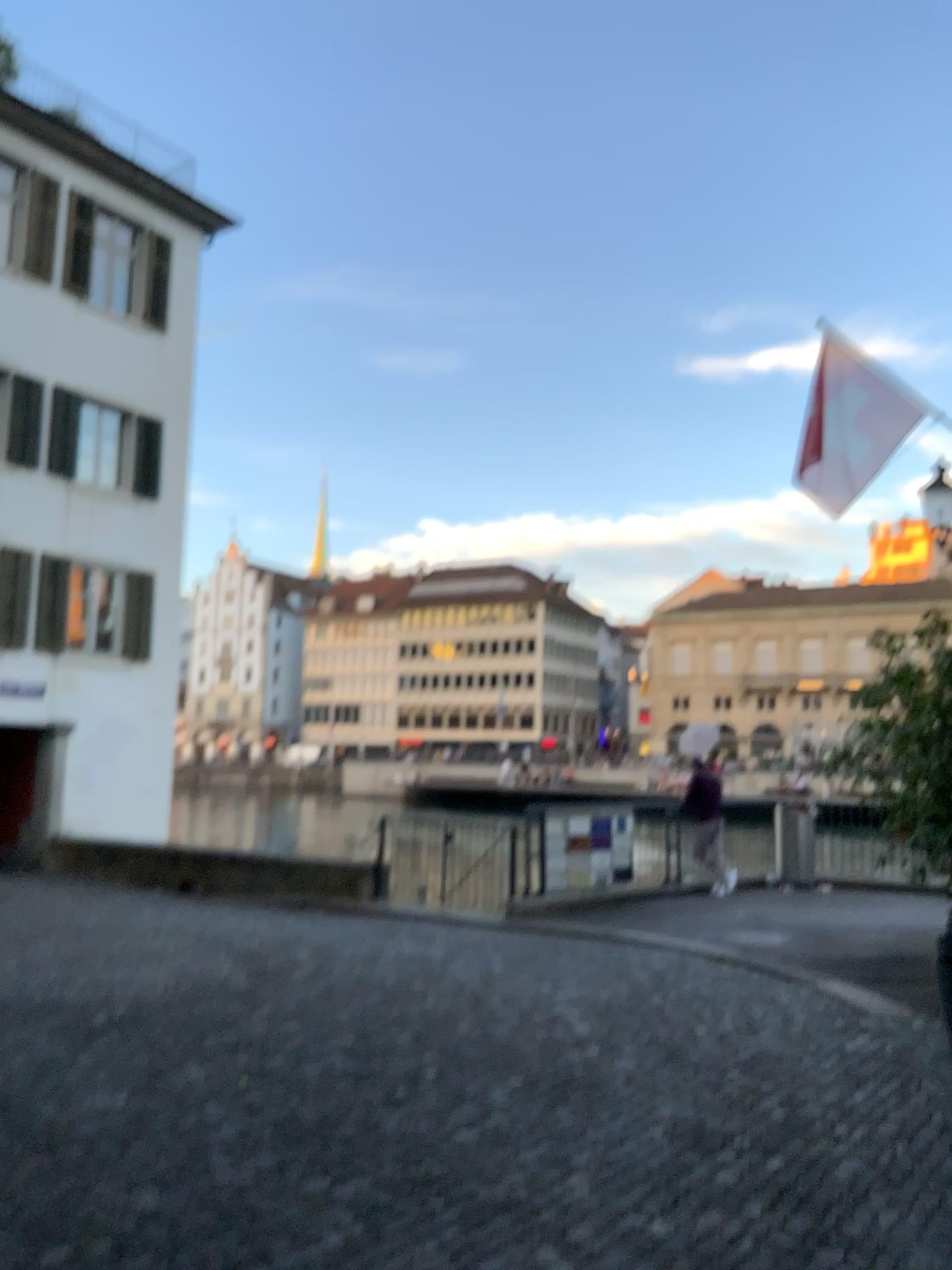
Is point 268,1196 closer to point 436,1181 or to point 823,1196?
point 436,1181
